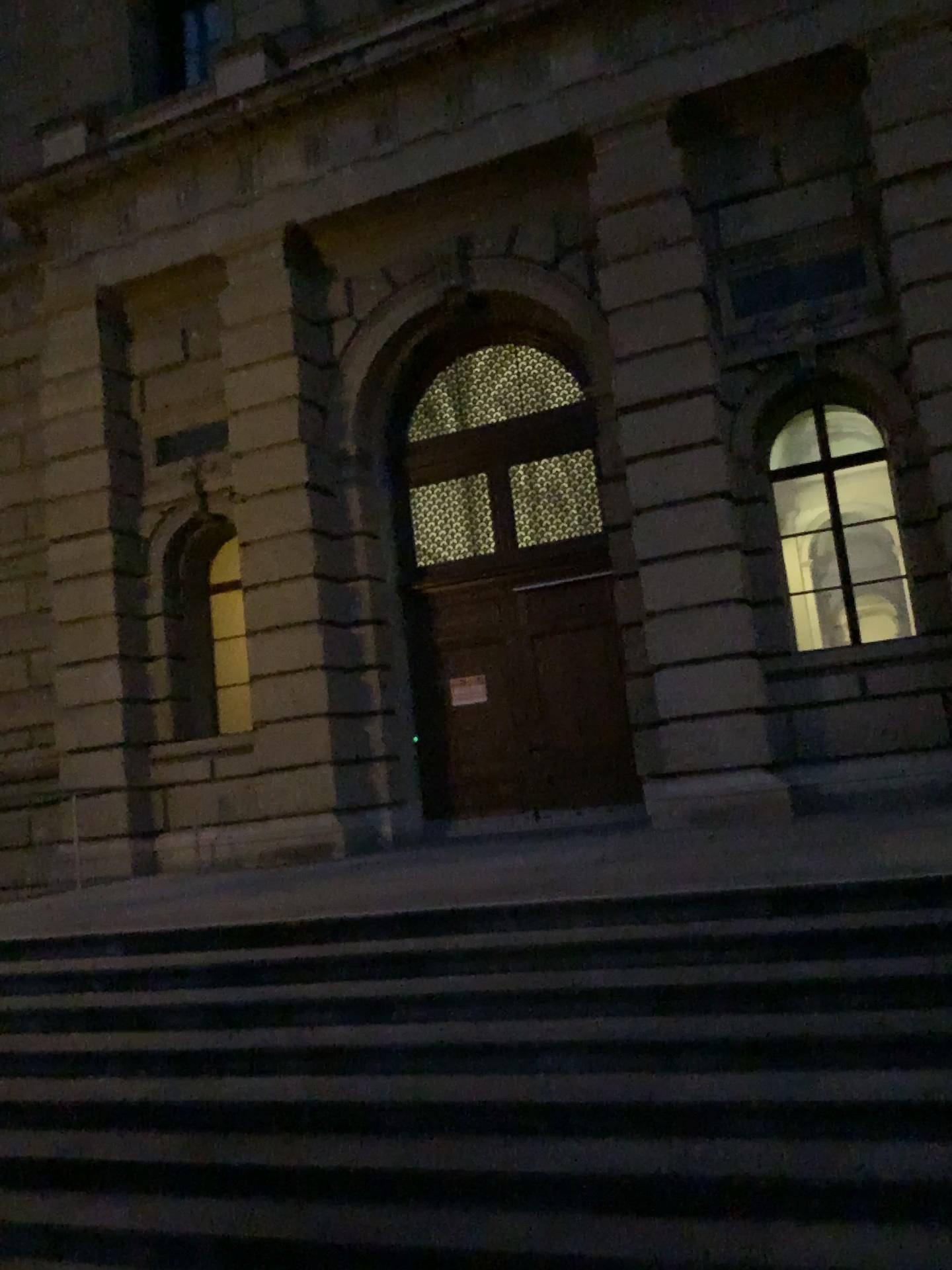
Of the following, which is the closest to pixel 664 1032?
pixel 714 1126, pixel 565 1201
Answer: pixel 714 1126
